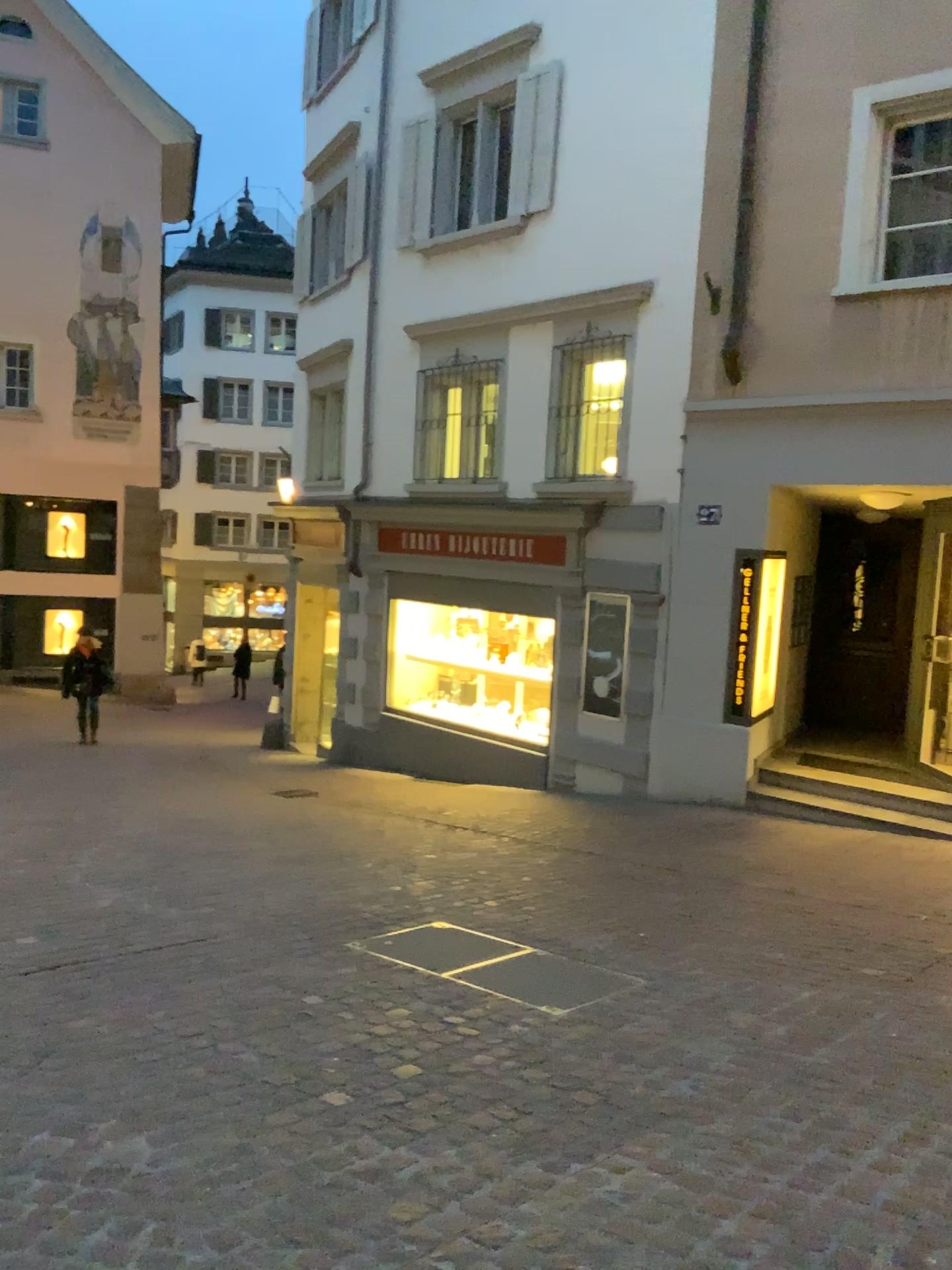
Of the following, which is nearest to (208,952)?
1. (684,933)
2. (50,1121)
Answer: (50,1121)
